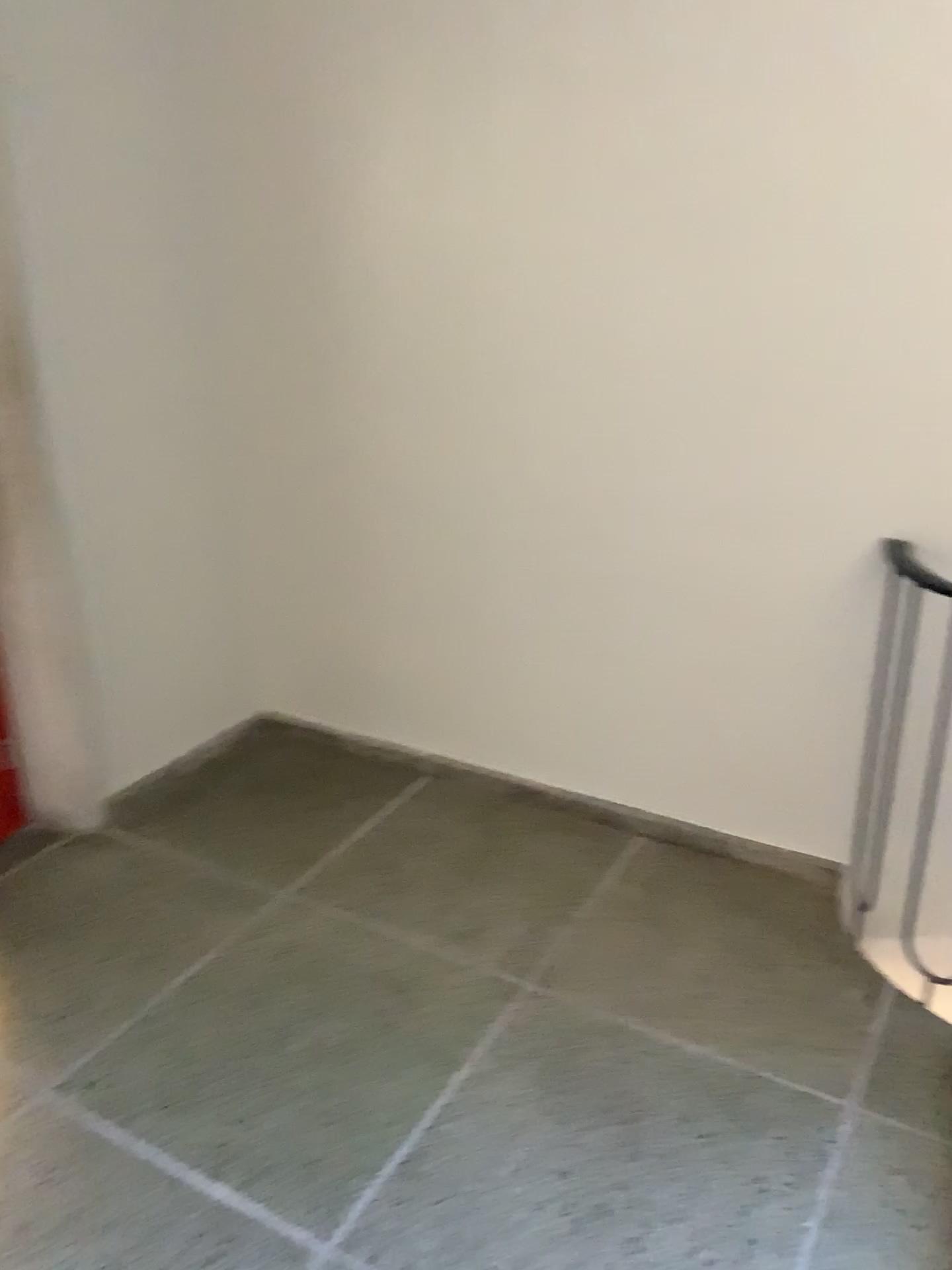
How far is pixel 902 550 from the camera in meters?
2.2 m

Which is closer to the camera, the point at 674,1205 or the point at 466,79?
the point at 674,1205

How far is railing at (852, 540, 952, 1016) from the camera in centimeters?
225cm
